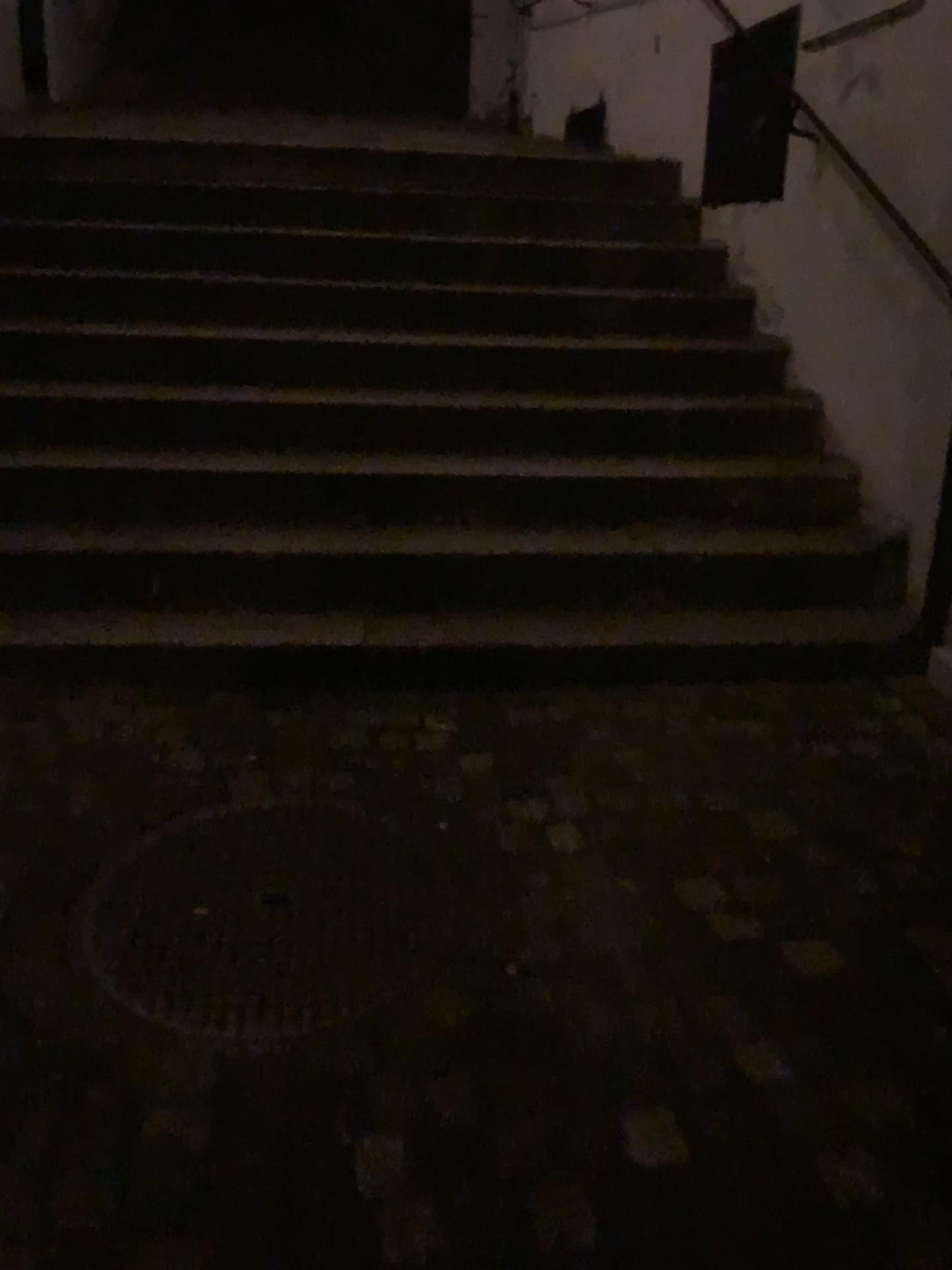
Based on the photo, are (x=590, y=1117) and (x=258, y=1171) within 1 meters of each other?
yes
